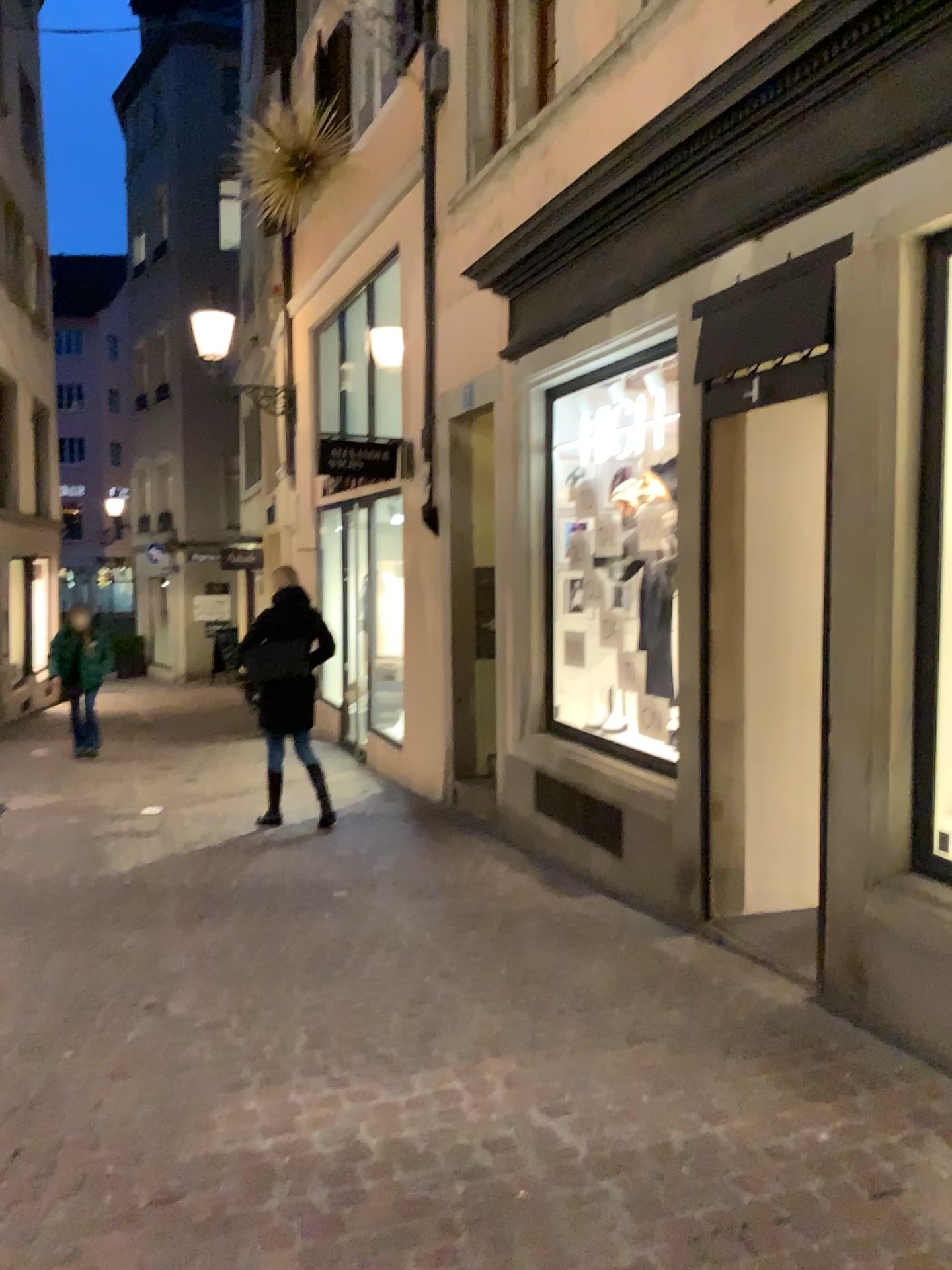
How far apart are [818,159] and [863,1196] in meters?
Answer: 3.0 m
